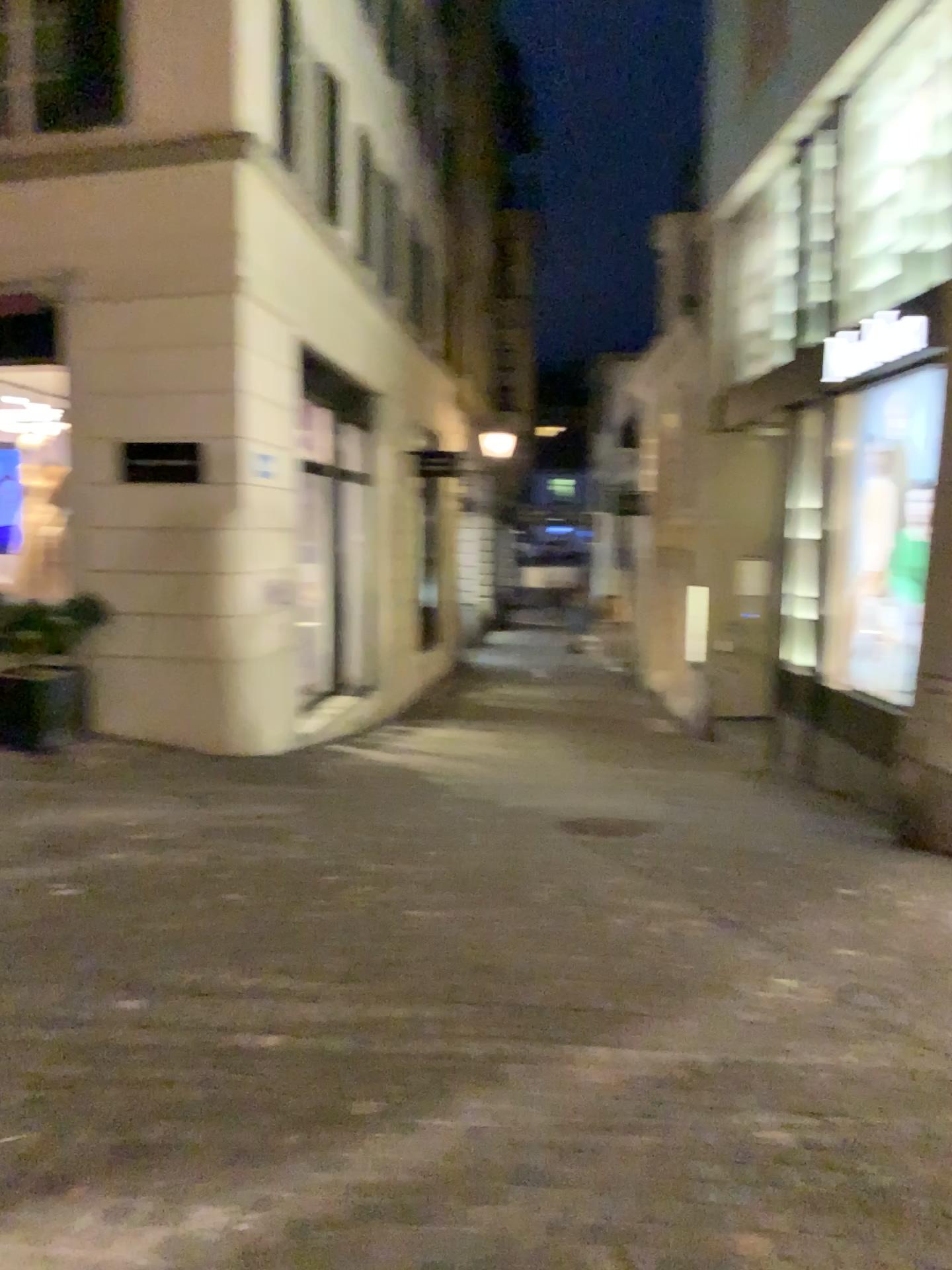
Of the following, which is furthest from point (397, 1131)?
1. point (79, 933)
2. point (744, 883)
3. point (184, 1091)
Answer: point (744, 883)
